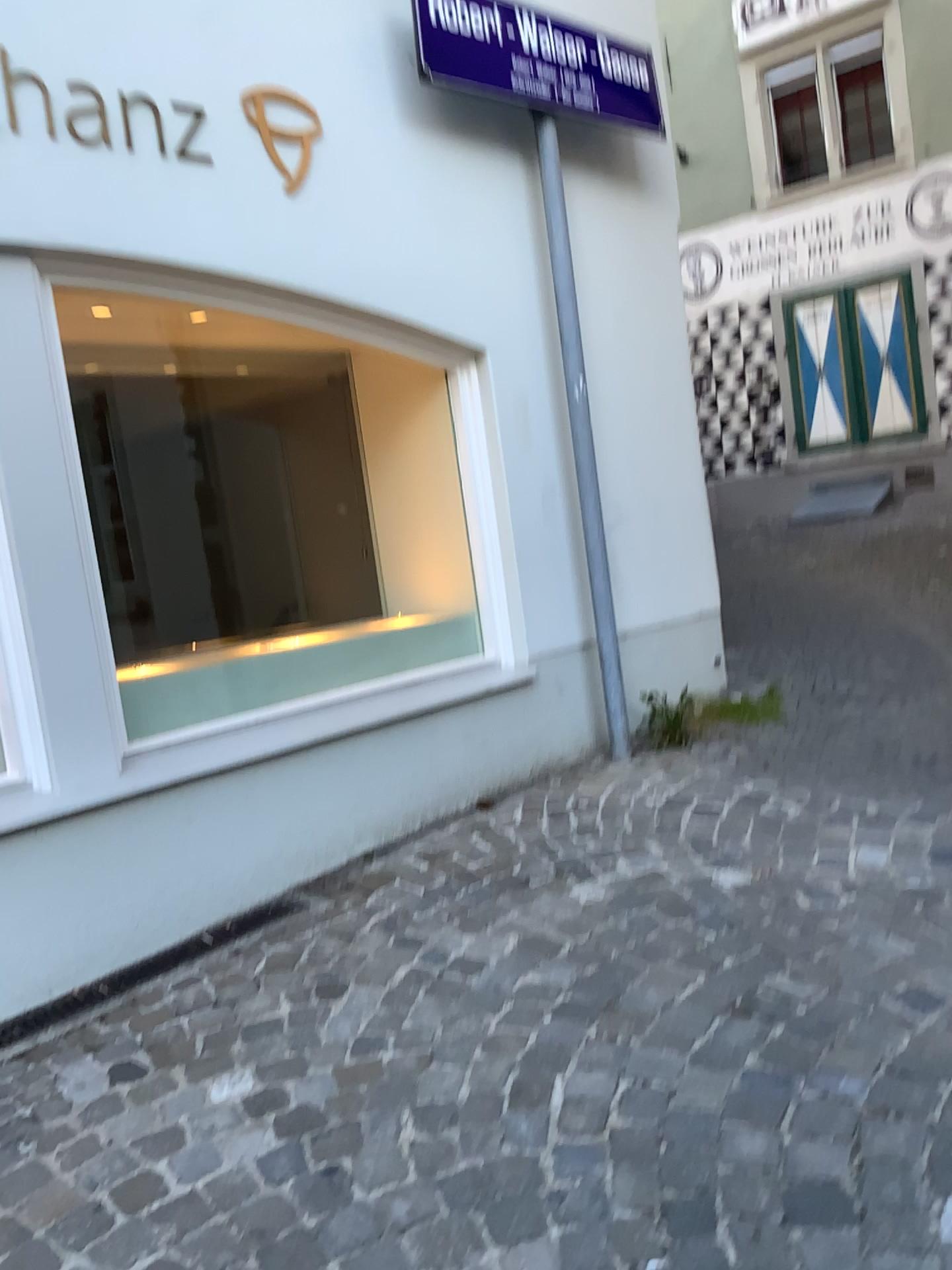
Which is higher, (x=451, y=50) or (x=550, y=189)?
(x=451, y=50)

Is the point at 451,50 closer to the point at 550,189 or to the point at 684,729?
the point at 550,189

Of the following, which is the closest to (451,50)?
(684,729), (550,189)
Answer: (550,189)

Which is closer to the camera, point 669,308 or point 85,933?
point 85,933

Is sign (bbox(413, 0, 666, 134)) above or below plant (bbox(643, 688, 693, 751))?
above

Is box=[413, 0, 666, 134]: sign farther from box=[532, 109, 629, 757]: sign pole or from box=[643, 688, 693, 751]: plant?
box=[643, 688, 693, 751]: plant

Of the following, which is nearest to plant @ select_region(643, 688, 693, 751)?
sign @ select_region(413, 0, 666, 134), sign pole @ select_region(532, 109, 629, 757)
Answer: sign pole @ select_region(532, 109, 629, 757)
